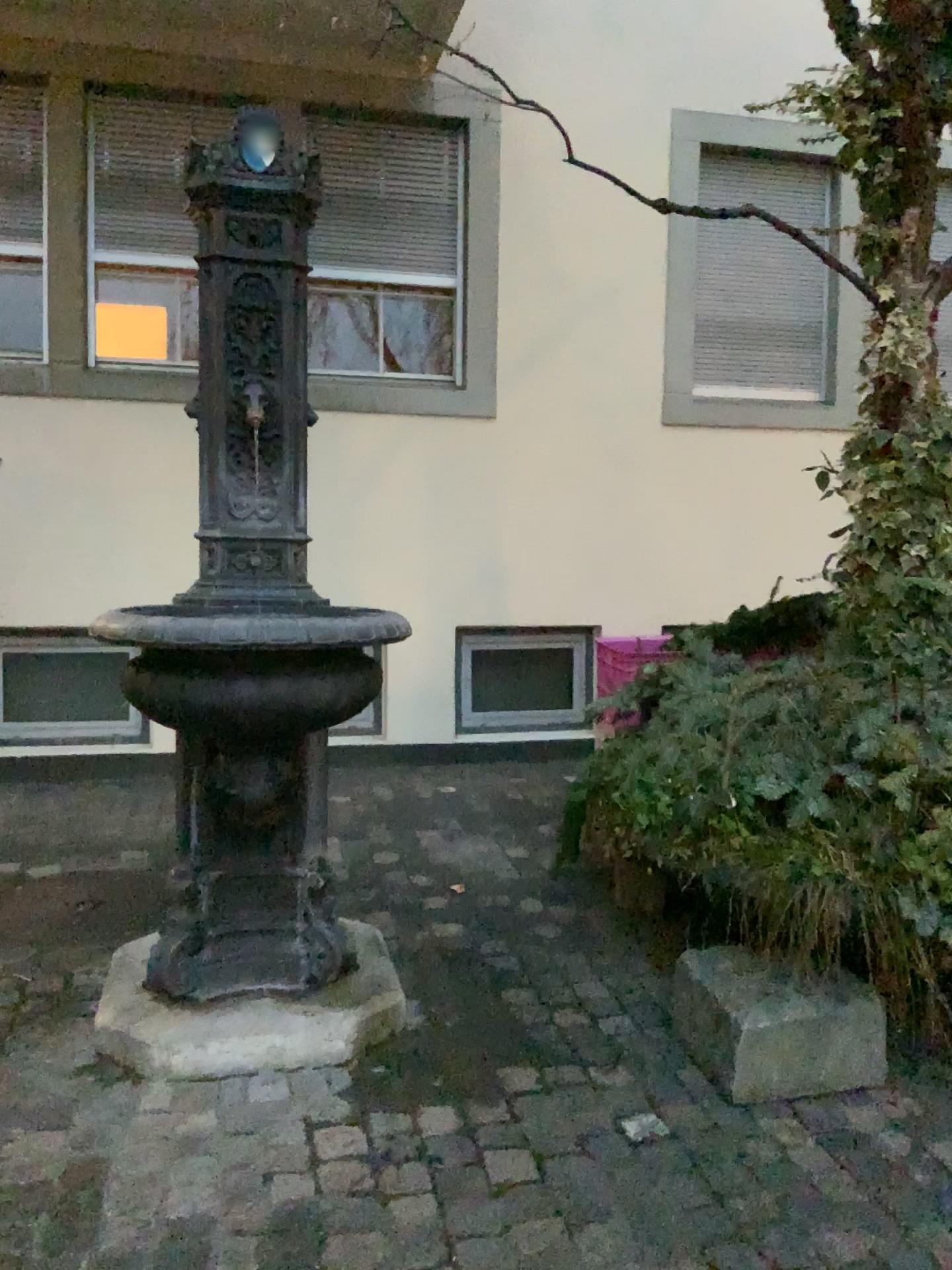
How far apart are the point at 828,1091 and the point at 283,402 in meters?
2.0 m
